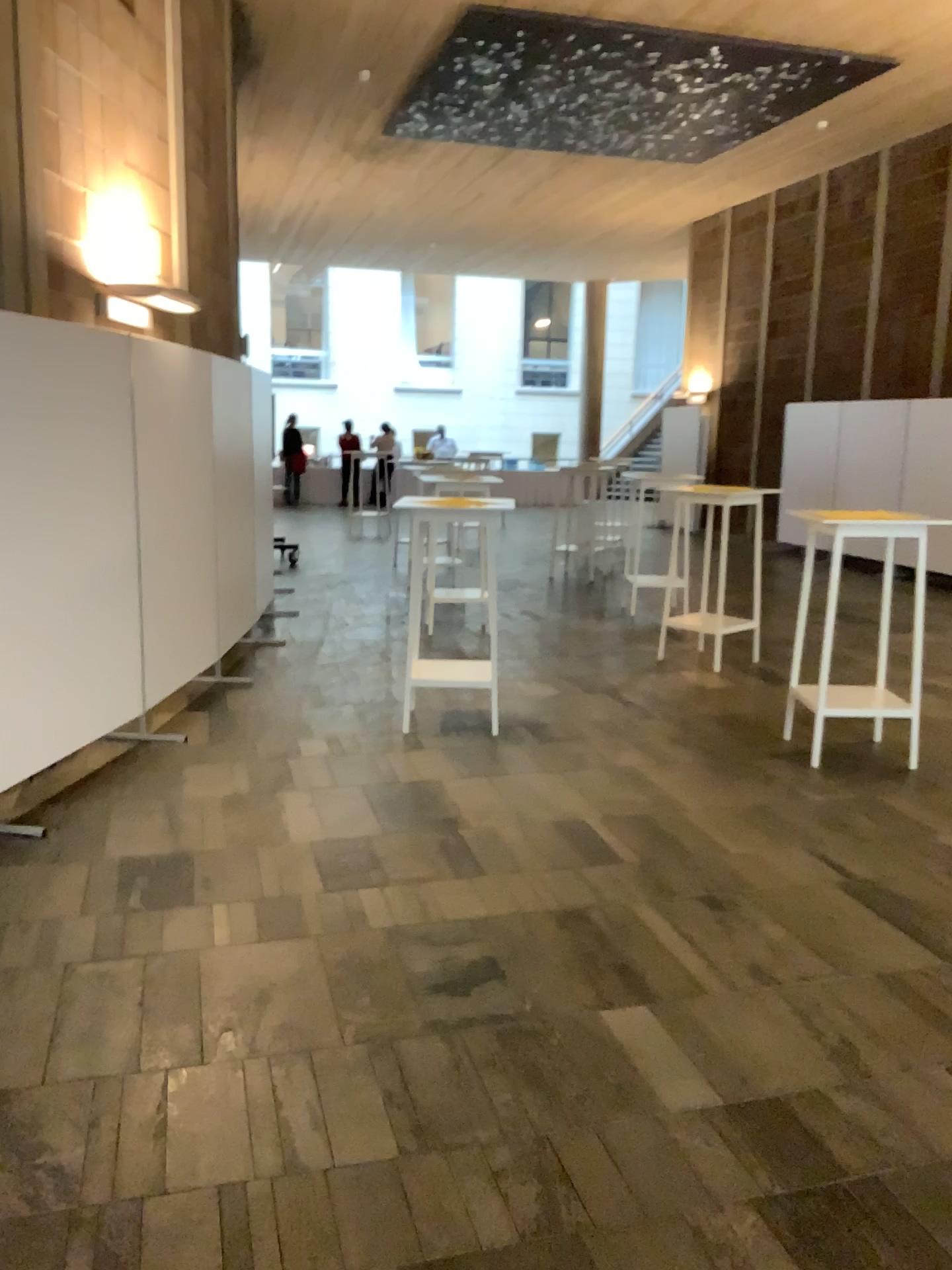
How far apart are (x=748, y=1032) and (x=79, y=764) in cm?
308
